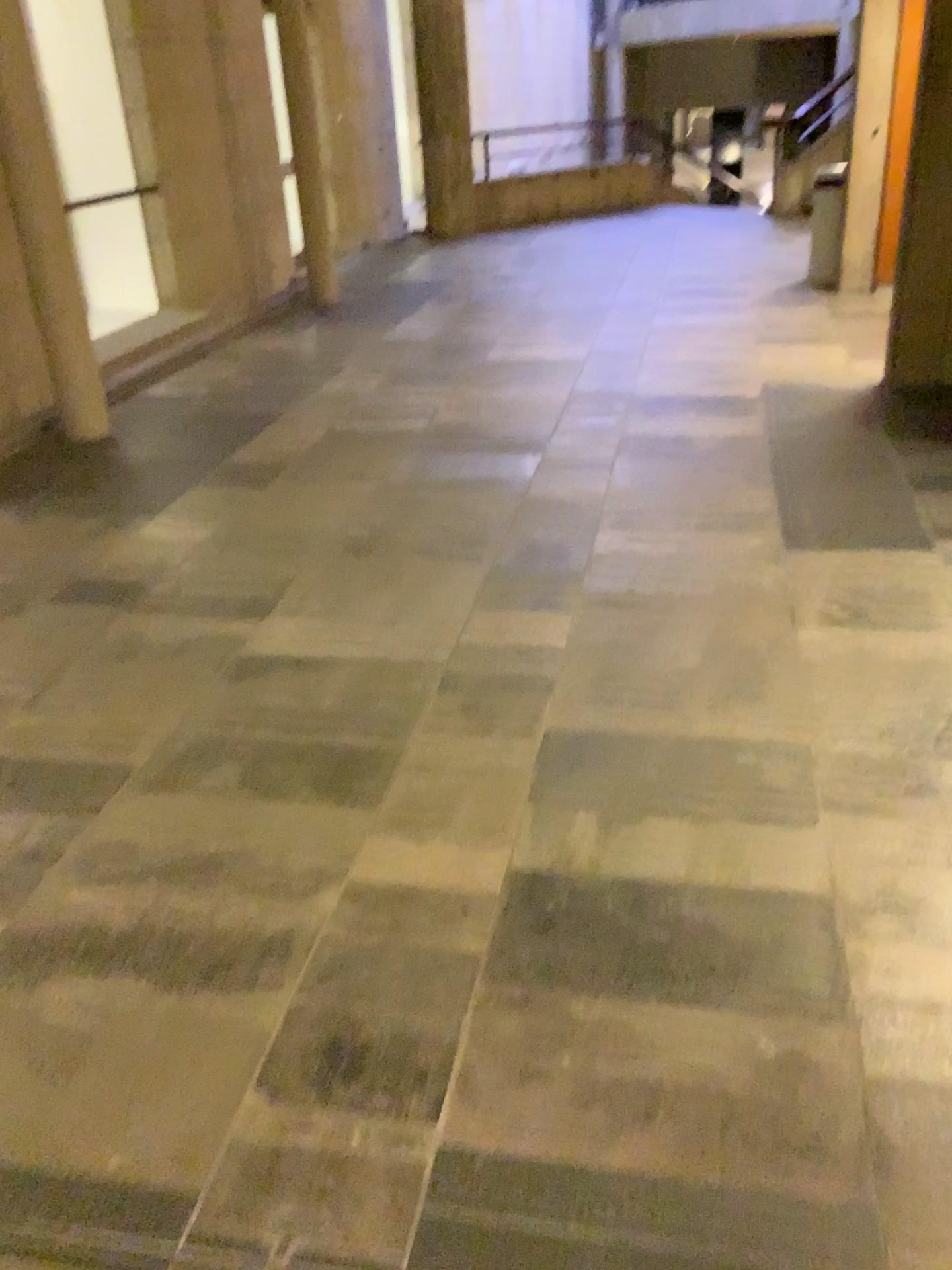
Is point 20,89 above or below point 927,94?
above

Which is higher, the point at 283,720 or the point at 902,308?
the point at 902,308
